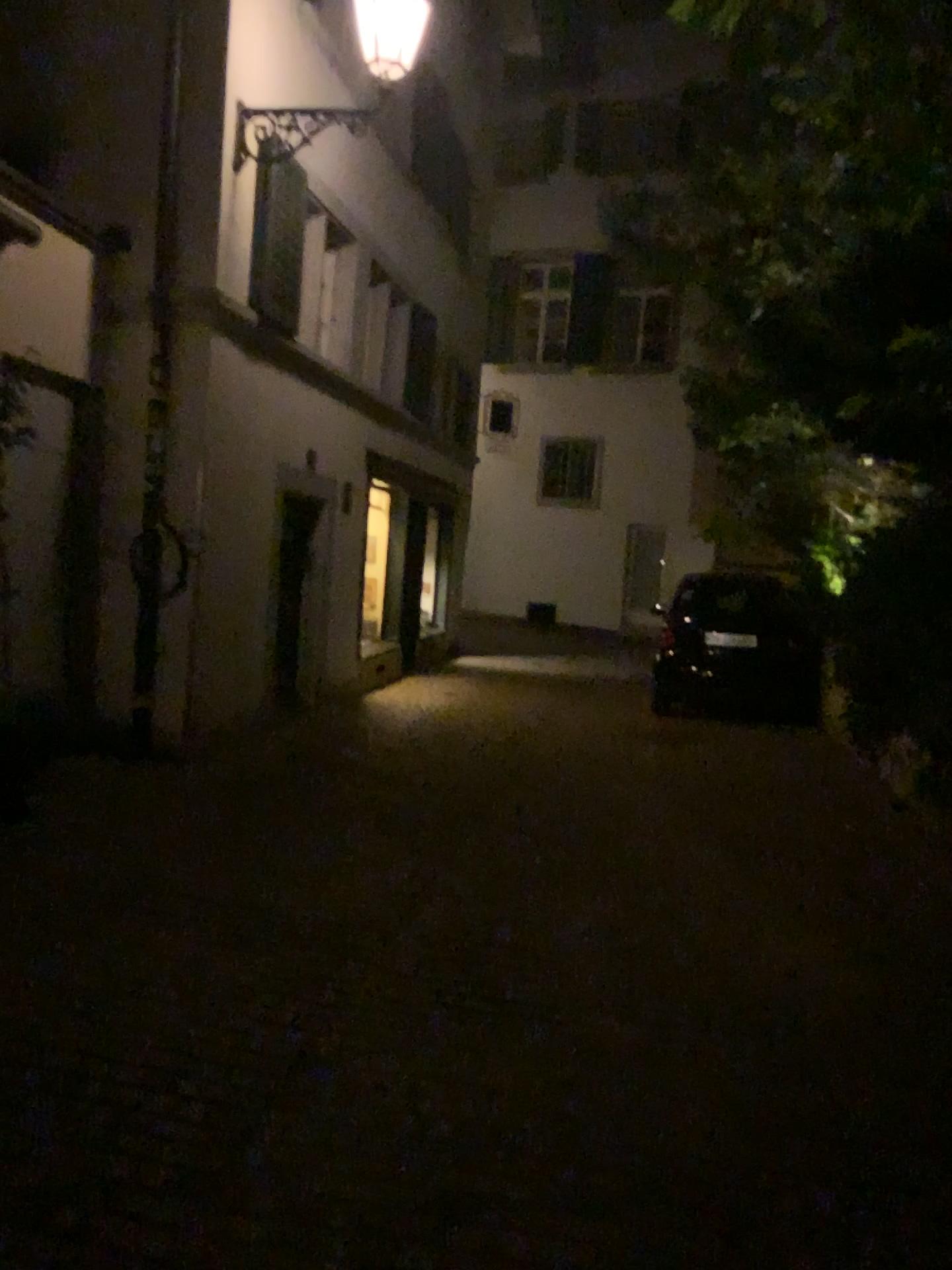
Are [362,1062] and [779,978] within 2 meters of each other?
yes
